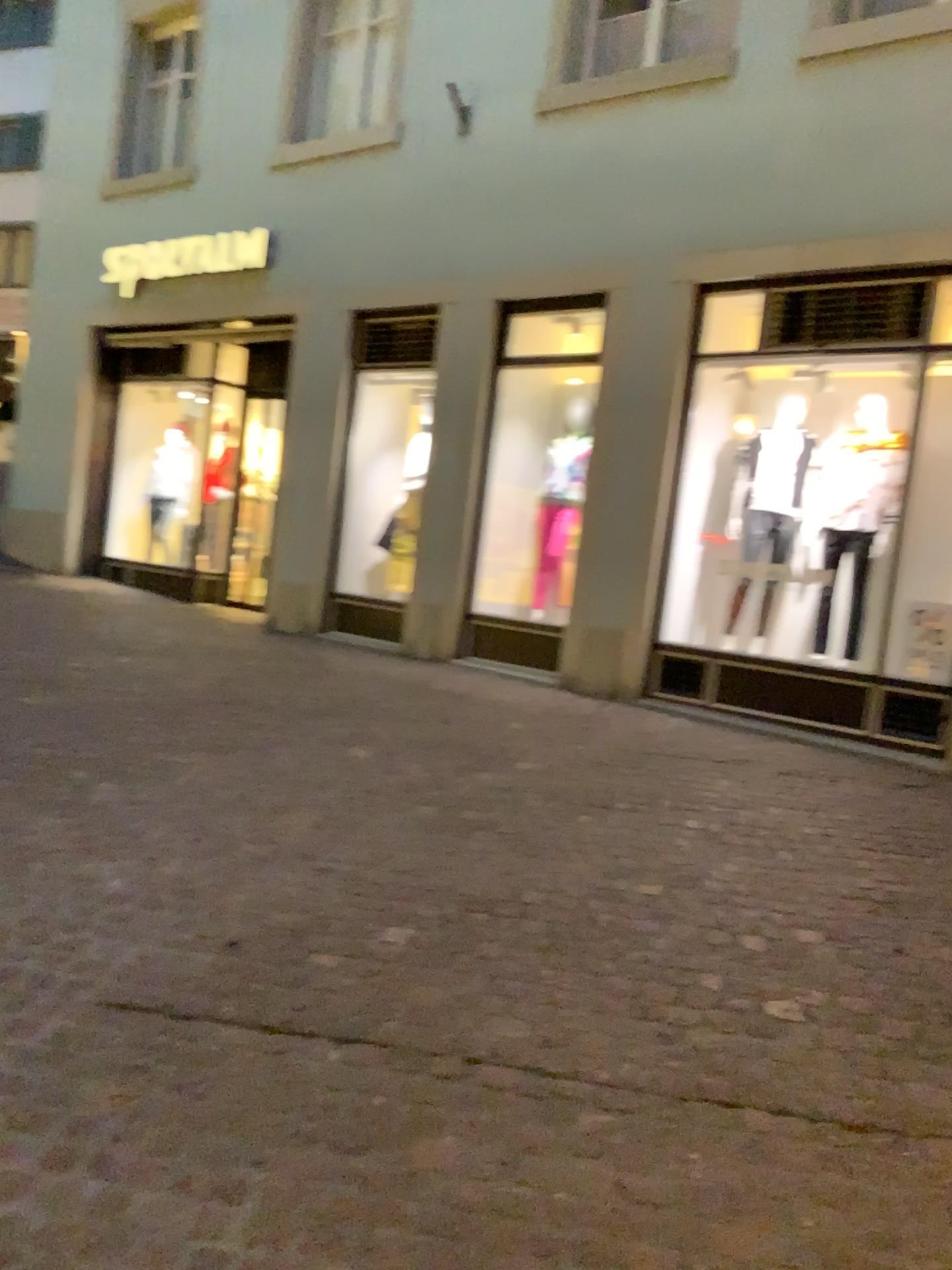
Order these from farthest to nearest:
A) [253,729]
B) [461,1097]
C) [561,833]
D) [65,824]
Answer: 1. [253,729]
2. [561,833]
3. [65,824]
4. [461,1097]
